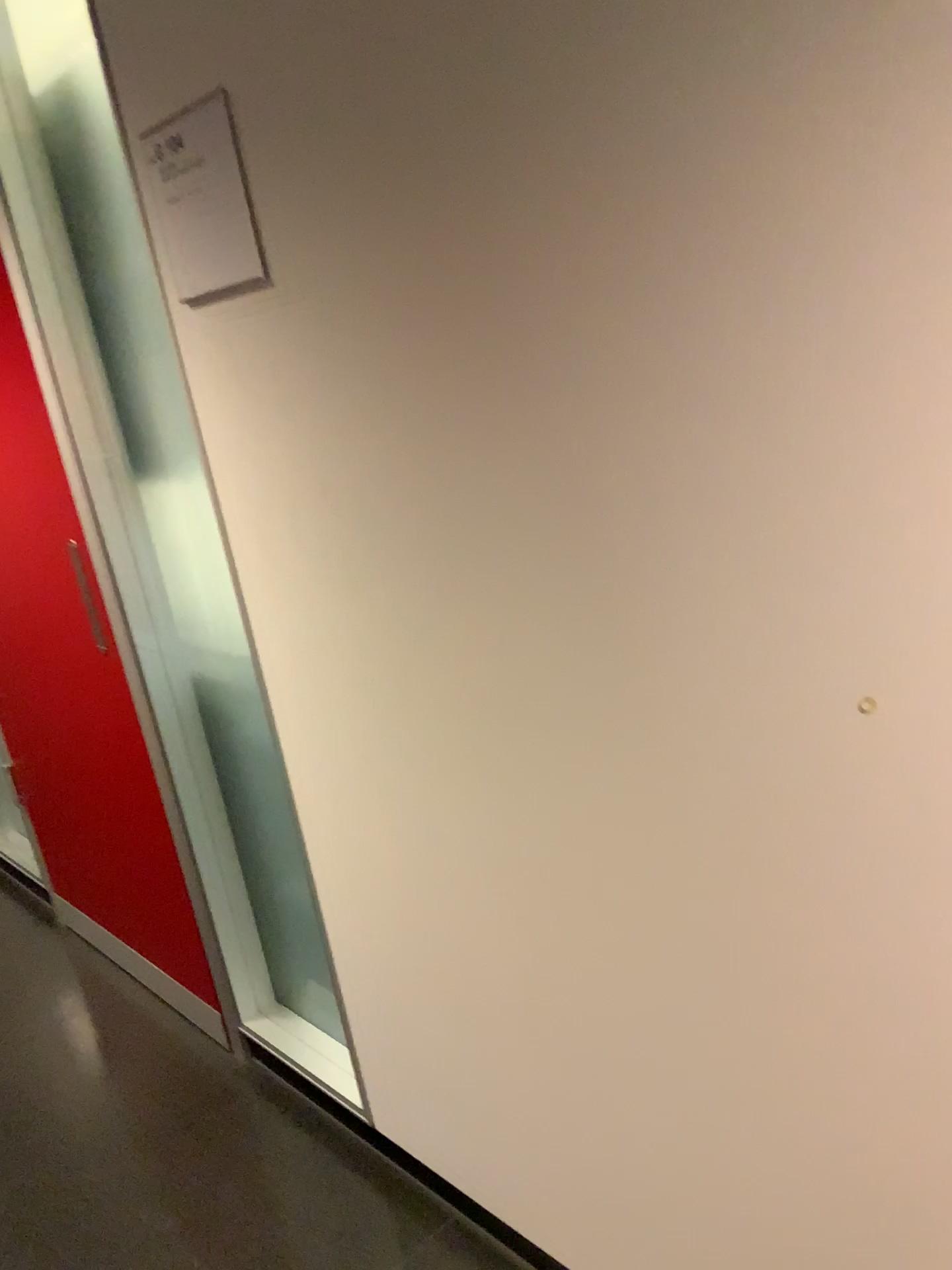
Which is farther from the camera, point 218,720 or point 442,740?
point 218,720

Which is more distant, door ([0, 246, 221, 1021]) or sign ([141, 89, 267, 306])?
door ([0, 246, 221, 1021])

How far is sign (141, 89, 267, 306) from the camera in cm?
129

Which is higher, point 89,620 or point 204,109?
point 204,109

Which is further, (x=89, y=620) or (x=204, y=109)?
(x=89, y=620)

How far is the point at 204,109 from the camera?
1.3m
